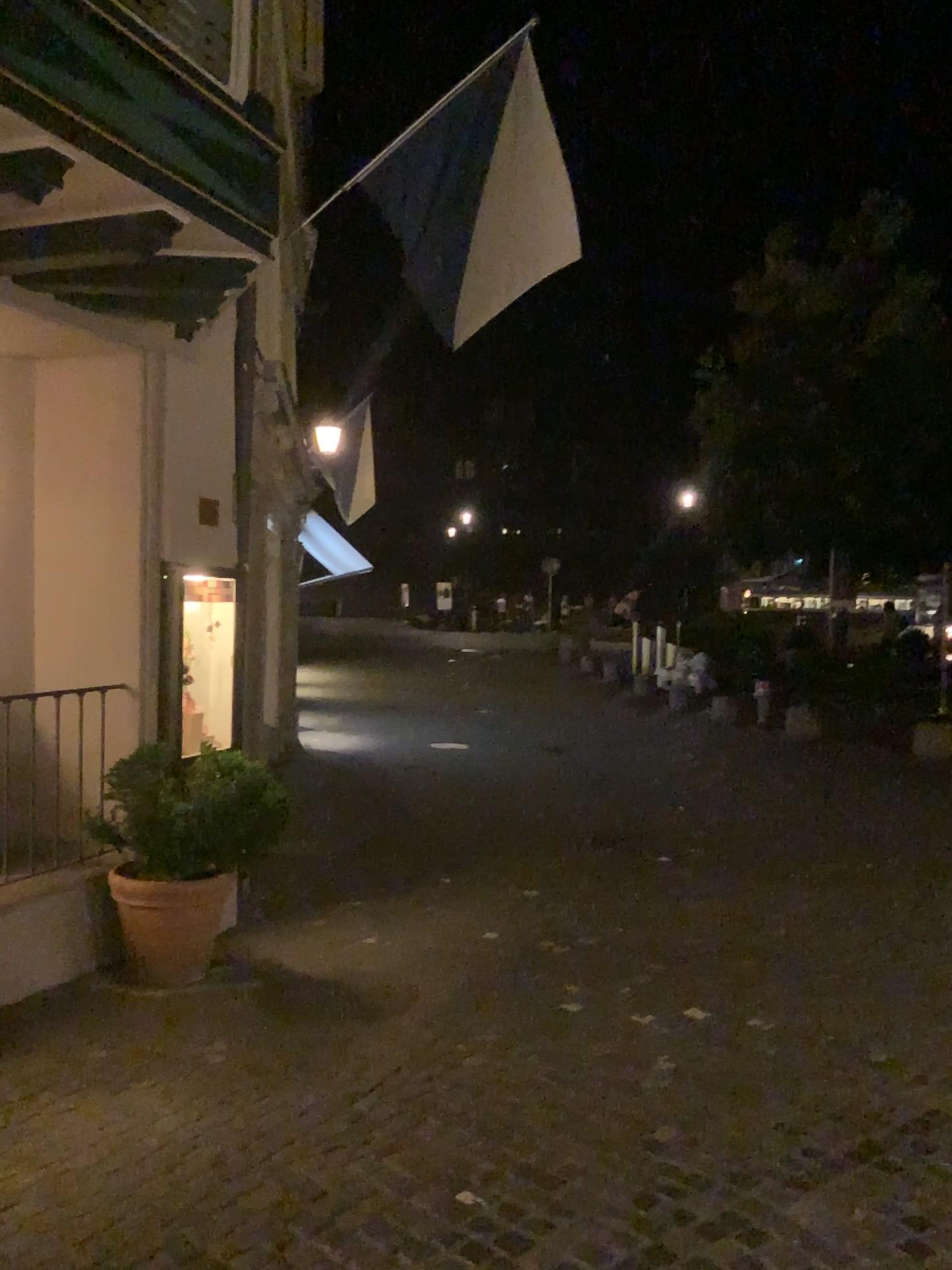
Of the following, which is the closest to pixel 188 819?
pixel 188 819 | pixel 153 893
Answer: pixel 188 819

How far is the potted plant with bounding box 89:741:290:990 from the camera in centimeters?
461cm

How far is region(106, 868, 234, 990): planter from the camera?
4.61m

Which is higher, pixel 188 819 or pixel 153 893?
pixel 188 819

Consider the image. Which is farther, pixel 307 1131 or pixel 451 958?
pixel 451 958

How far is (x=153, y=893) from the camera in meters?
4.6
